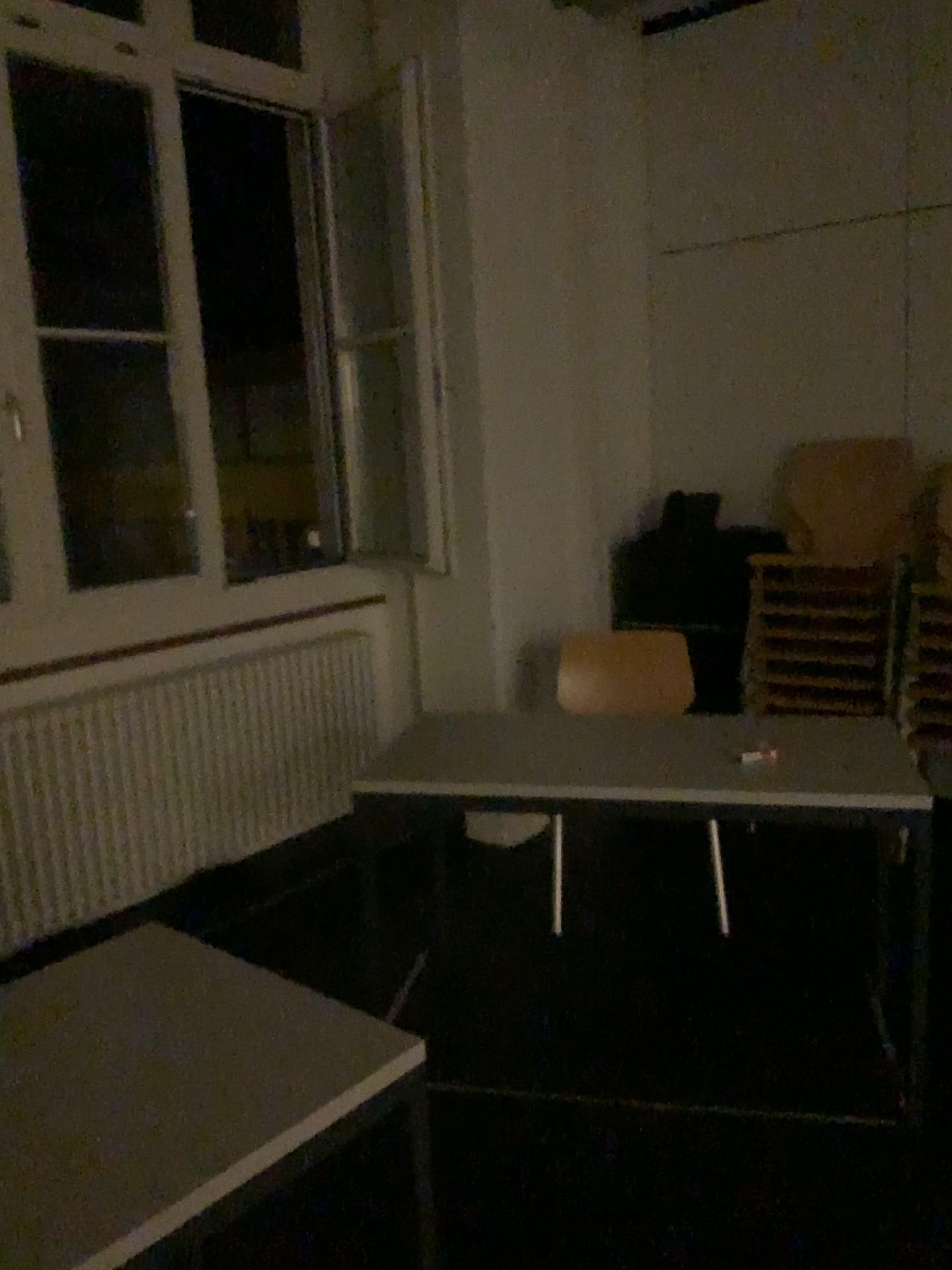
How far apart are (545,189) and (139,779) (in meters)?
2.44

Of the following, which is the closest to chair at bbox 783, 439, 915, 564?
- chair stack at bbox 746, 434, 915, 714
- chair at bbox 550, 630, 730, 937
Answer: A: chair stack at bbox 746, 434, 915, 714

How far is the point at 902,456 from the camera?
3.8 meters

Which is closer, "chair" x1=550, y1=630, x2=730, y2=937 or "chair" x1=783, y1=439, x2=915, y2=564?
"chair" x1=550, y1=630, x2=730, y2=937

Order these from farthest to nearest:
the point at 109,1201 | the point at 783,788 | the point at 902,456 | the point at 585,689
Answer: the point at 902,456
the point at 585,689
the point at 783,788
the point at 109,1201

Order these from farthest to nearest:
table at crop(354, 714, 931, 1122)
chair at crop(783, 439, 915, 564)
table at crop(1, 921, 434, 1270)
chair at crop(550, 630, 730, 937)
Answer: chair at crop(783, 439, 915, 564) < chair at crop(550, 630, 730, 937) < table at crop(354, 714, 931, 1122) < table at crop(1, 921, 434, 1270)

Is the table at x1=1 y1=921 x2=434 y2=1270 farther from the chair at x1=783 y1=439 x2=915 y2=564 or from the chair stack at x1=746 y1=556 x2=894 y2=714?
the chair at x1=783 y1=439 x2=915 y2=564

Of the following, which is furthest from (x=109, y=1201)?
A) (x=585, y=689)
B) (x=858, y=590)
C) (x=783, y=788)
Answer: (x=858, y=590)

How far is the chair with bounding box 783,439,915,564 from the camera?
3.8m

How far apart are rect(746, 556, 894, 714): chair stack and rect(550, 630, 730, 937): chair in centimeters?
27cm
